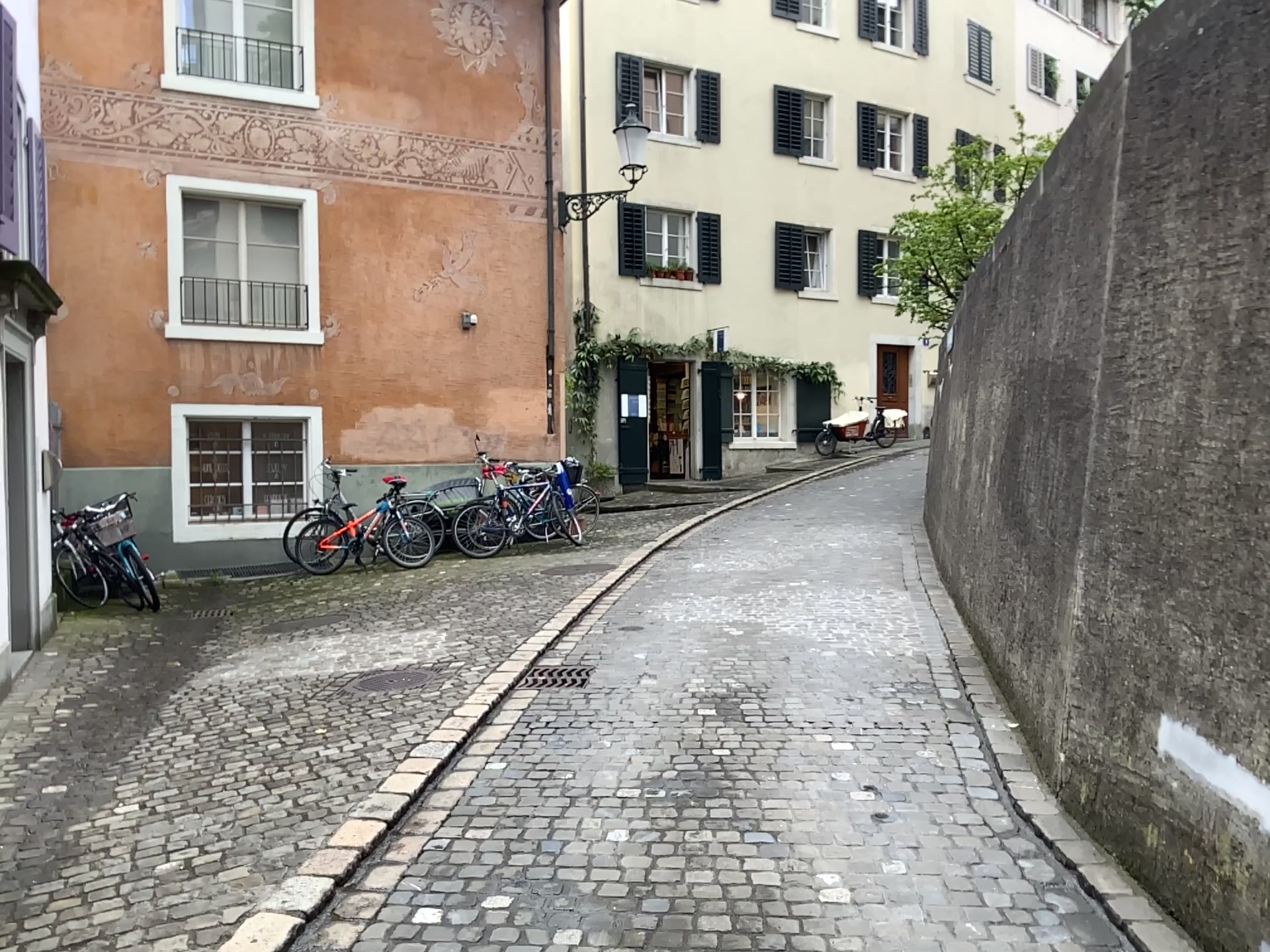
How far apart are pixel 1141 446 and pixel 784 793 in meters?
1.8
